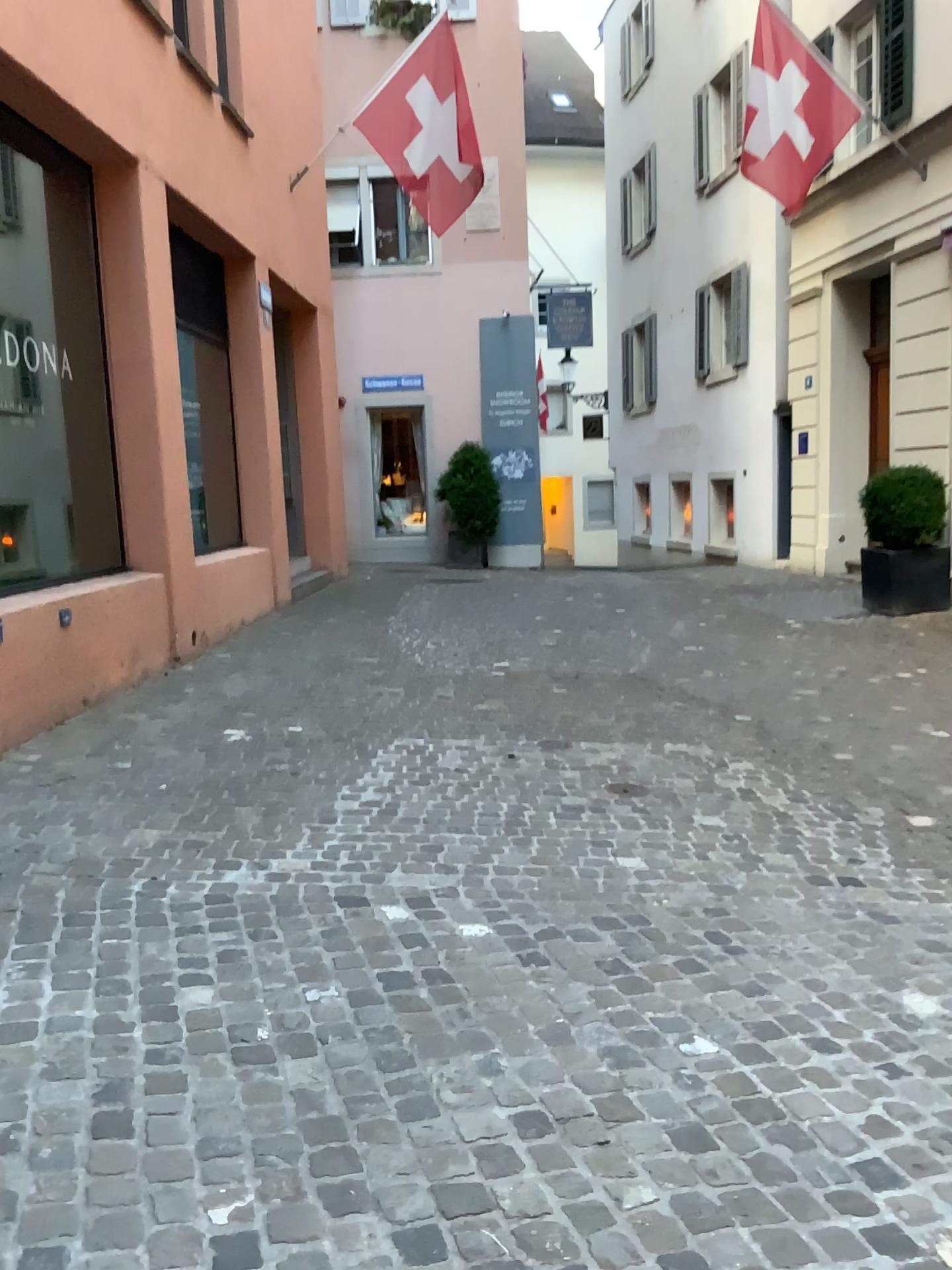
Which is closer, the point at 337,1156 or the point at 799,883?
the point at 337,1156
